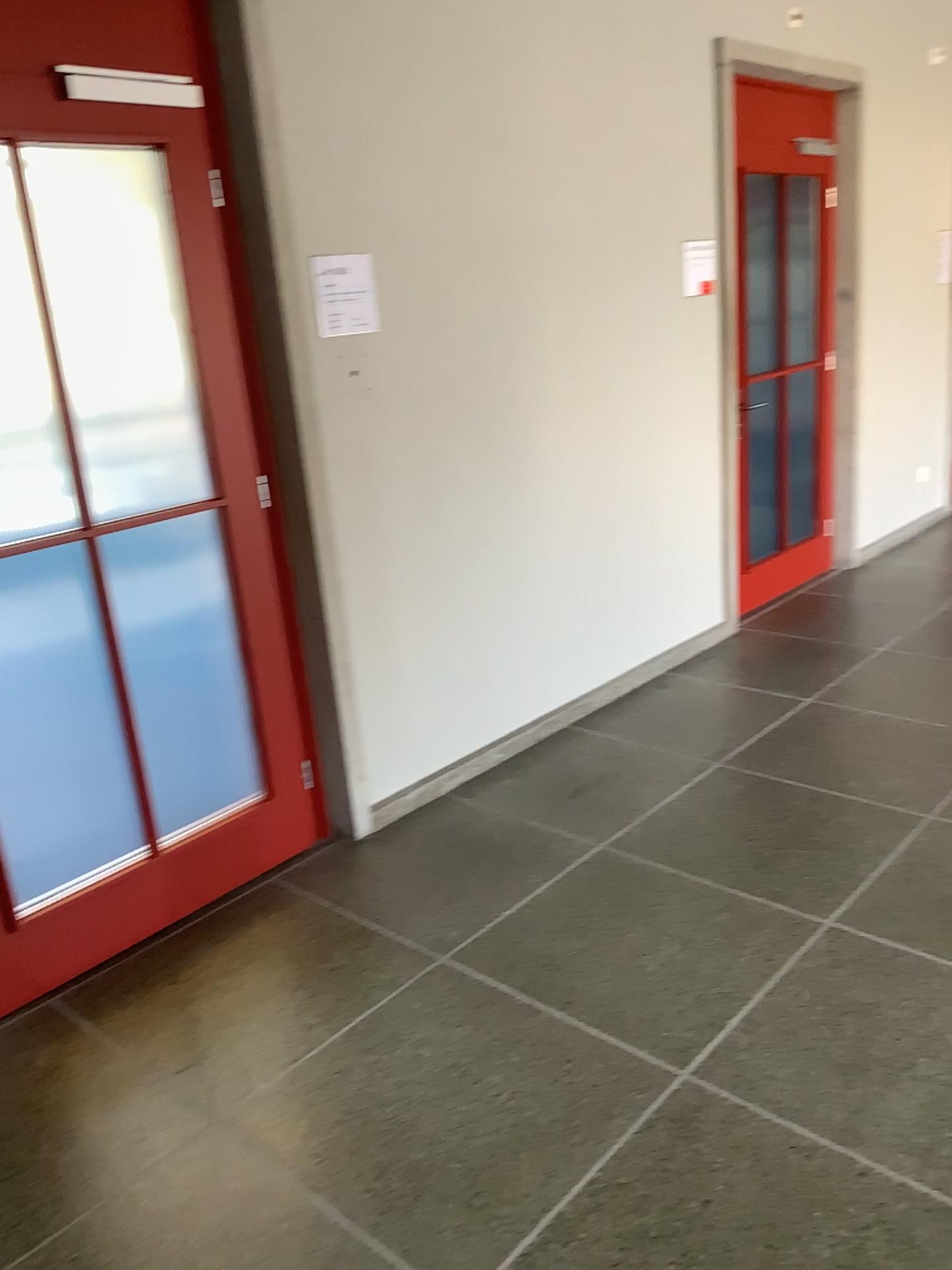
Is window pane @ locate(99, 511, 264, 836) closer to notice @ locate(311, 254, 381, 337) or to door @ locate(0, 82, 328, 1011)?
door @ locate(0, 82, 328, 1011)

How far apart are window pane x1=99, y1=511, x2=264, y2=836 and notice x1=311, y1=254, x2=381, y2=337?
0.64m

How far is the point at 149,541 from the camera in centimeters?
272cm

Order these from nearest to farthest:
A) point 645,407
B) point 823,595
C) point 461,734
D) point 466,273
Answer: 1. point 466,273
2. point 461,734
3. point 645,407
4. point 823,595

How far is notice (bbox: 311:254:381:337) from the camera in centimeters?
294cm

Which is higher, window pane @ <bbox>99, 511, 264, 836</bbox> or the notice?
the notice

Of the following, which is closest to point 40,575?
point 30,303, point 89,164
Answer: point 30,303

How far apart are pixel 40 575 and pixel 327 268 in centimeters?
115cm

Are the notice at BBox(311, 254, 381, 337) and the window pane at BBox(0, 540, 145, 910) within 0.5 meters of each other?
no

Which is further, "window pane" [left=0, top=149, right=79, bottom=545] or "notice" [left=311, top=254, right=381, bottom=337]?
"notice" [left=311, top=254, right=381, bottom=337]
